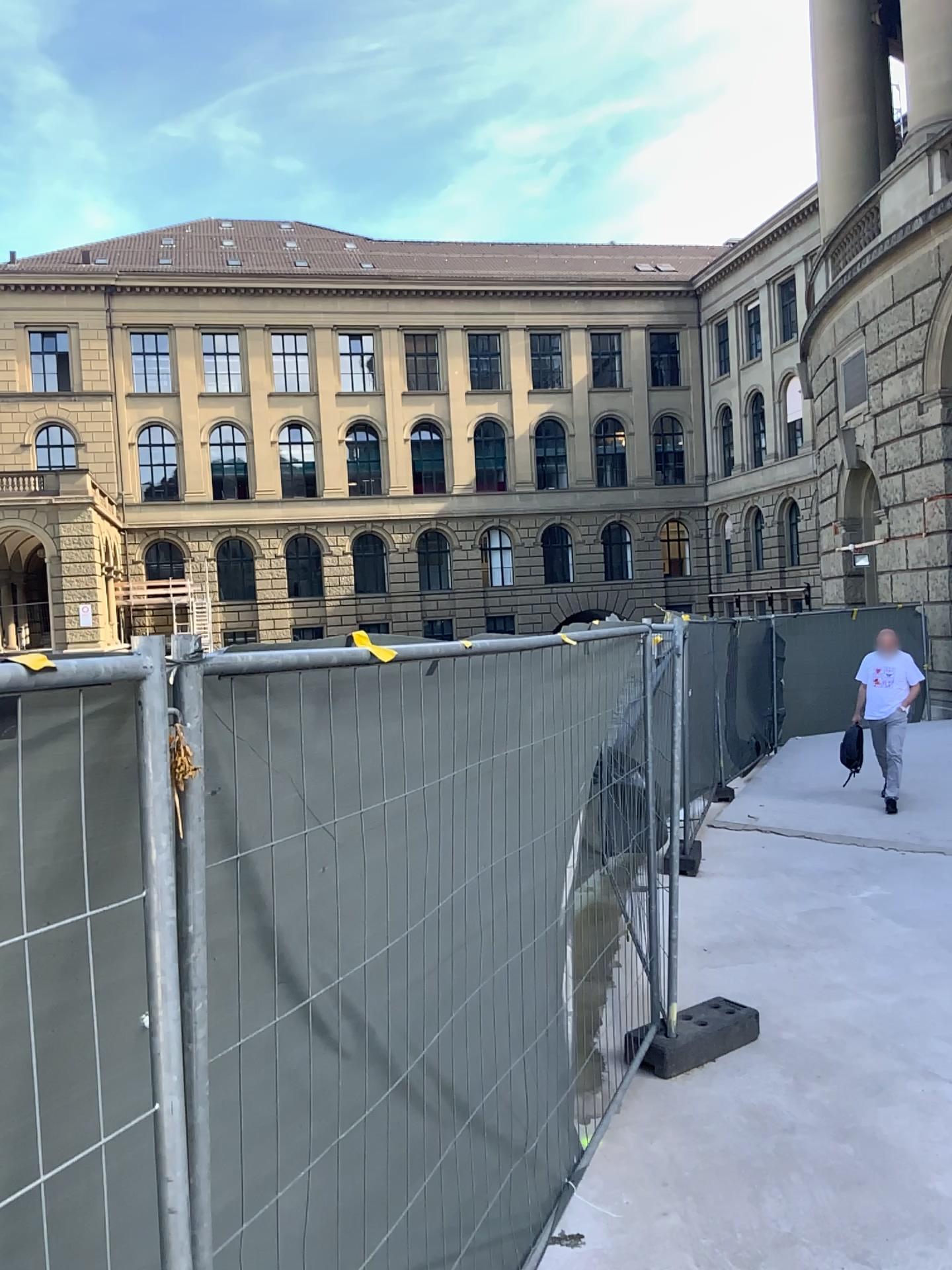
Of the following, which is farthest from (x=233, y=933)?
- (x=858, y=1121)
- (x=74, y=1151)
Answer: (x=858, y=1121)
